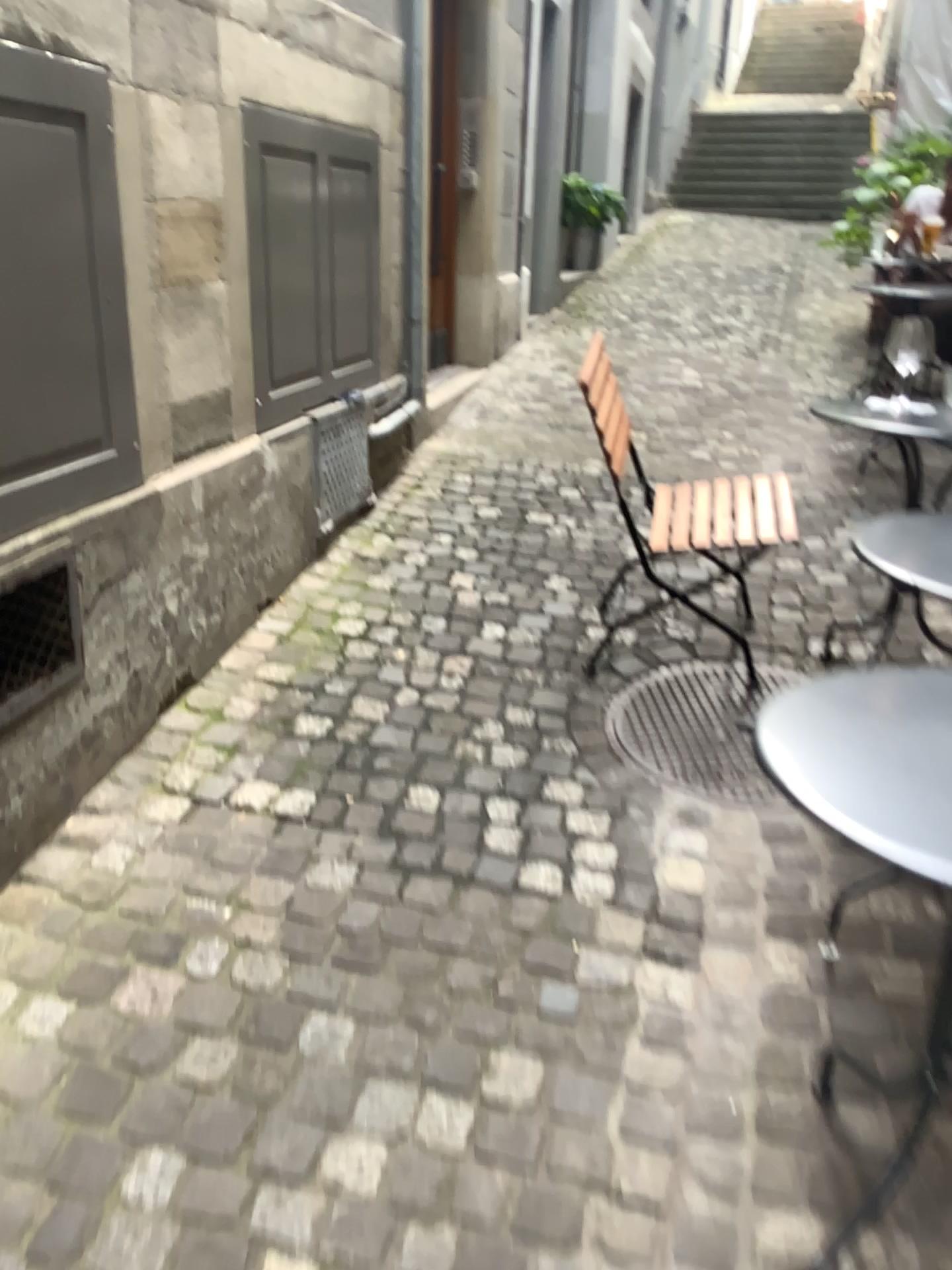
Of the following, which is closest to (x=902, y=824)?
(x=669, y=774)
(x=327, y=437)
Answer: (x=669, y=774)

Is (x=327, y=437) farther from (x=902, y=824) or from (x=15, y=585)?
(x=902, y=824)

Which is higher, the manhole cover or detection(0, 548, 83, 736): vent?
detection(0, 548, 83, 736): vent

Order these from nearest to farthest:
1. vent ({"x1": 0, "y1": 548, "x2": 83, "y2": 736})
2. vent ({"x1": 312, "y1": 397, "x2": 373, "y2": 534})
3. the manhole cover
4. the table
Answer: the table, vent ({"x1": 0, "y1": 548, "x2": 83, "y2": 736}), the manhole cover, vent ({"x1": 312, "y1": 397, "x2": 373, "y2": 534})

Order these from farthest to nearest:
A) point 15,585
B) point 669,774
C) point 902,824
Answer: point 669,774 < point 15,585 < point 902,824

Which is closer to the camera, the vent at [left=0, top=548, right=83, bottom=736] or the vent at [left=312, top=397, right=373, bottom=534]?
the vent at [left=0, top=548, right=83, bottom=736]

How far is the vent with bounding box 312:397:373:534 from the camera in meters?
3.5

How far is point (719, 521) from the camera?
2.88m

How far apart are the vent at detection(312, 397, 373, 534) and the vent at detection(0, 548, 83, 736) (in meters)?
1.38

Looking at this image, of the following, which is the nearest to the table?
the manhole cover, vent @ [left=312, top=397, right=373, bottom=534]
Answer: the manhole cover
